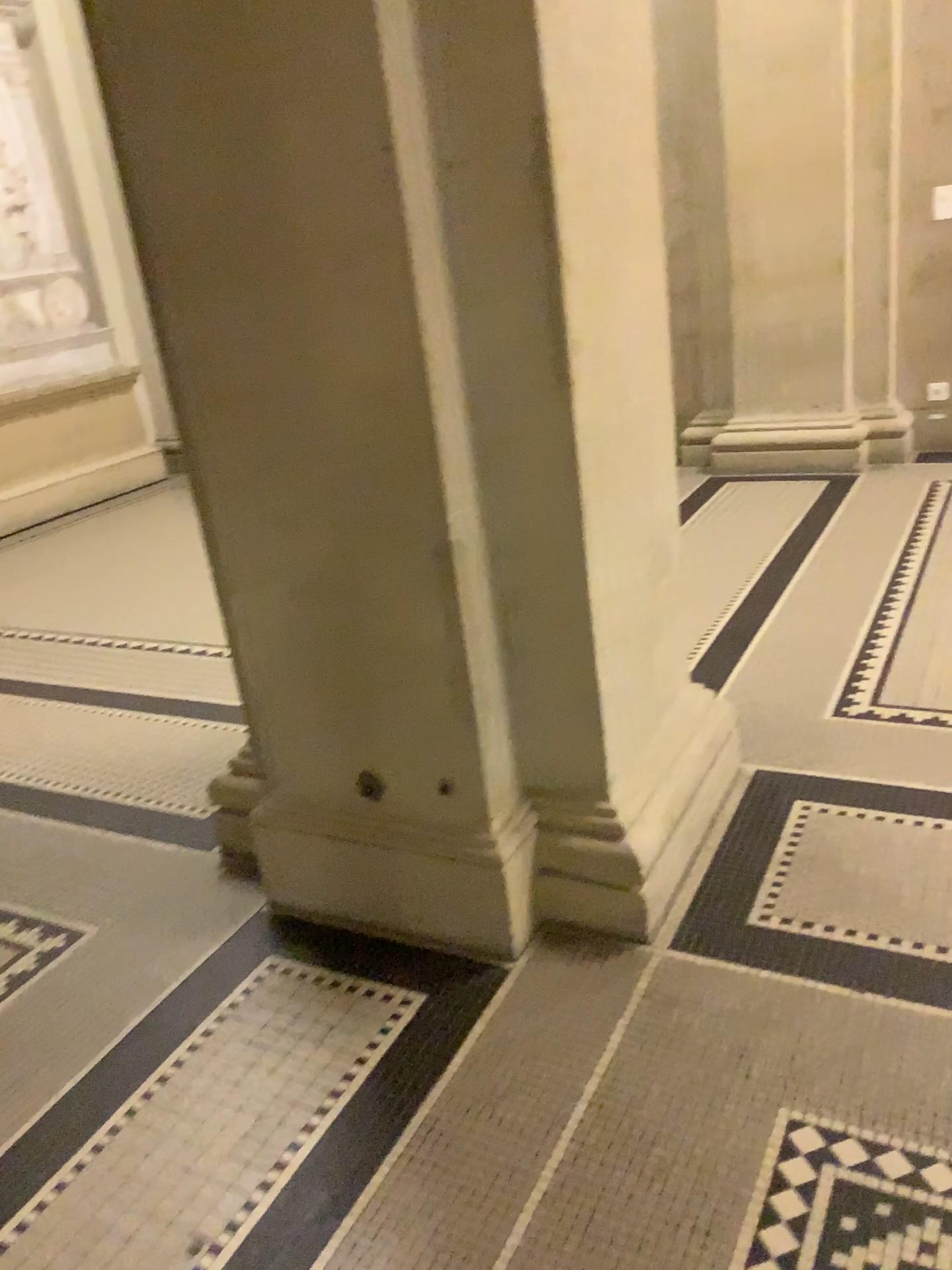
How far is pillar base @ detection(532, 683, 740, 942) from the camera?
→ 2.0m

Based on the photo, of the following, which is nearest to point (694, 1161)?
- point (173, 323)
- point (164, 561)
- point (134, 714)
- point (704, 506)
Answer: point (173, 323)

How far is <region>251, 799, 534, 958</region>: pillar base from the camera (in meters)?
2.03

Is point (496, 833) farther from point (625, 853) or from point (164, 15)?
point (164, 15)

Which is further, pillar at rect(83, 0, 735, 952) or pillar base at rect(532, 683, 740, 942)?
pillar base at rect(532, 683, 740, 942)

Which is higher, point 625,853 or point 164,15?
point 164,15

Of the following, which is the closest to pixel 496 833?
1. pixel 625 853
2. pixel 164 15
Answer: pixel 625 853

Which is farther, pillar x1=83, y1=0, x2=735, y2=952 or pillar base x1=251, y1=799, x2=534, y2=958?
pillar base x1=251, y1=799, x2=534, y2=958
